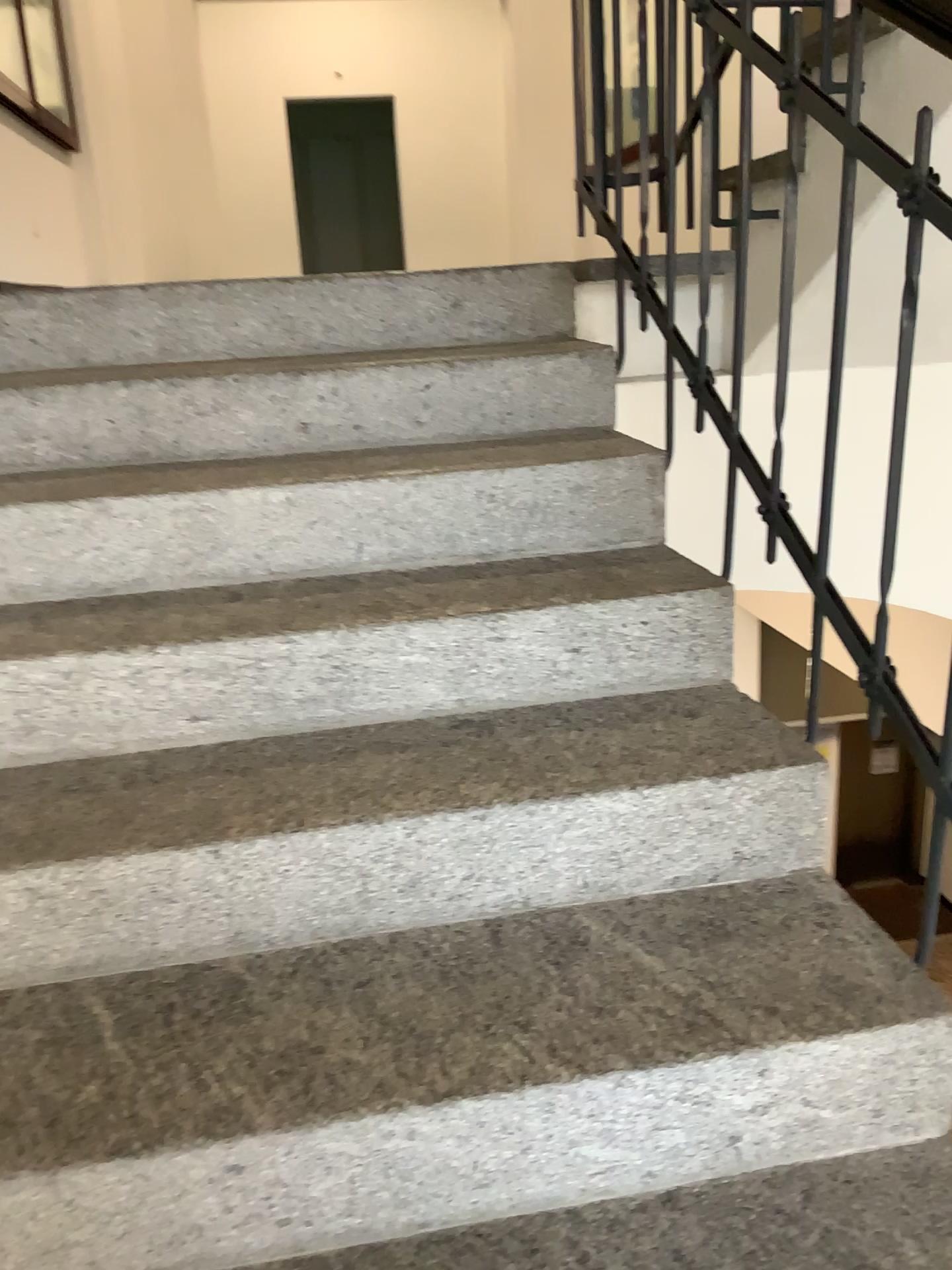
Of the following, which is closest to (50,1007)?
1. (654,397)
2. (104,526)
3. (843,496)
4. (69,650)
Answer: (69,650)
